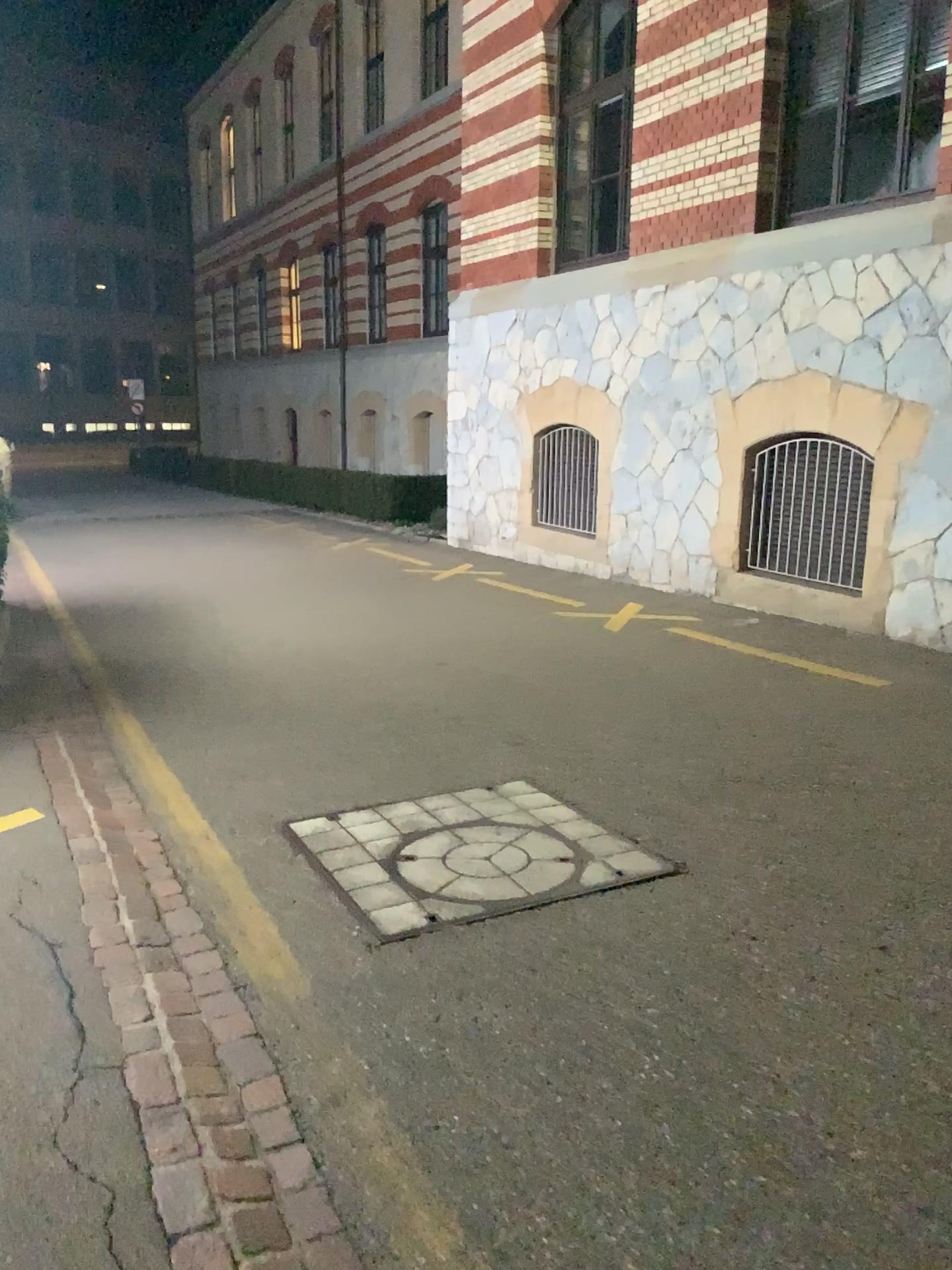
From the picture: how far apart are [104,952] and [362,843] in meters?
1.0 m
